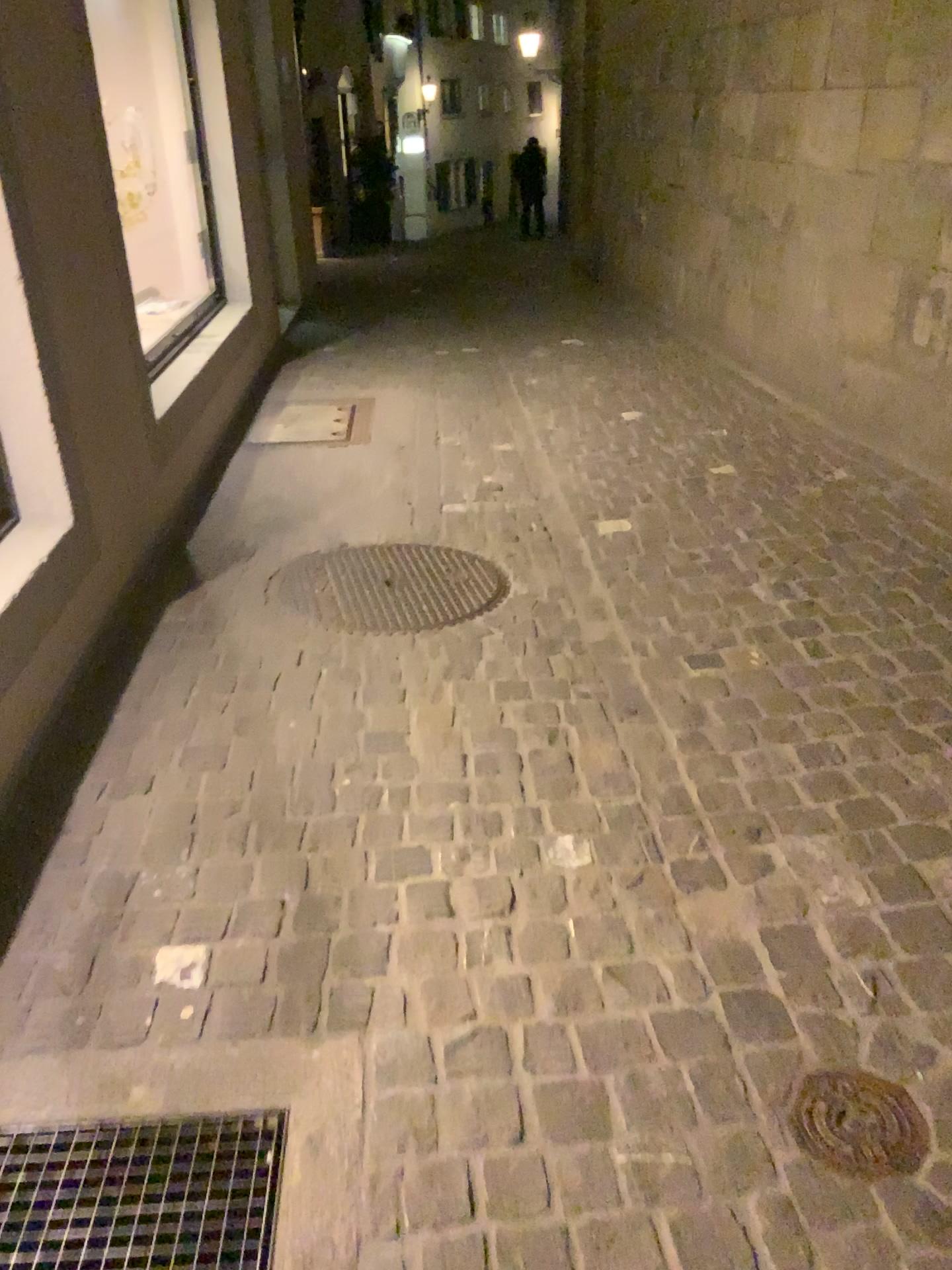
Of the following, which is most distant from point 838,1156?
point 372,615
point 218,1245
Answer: point 372,615

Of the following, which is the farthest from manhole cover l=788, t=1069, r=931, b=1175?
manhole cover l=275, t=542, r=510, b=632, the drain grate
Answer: manhole cover l=275, t=542, r=510, b=632

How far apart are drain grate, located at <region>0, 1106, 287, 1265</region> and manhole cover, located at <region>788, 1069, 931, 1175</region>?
0.74m

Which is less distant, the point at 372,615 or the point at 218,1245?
the point at 218,1245

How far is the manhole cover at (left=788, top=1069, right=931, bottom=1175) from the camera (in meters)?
1.45

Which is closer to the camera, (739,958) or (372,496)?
(739,958)

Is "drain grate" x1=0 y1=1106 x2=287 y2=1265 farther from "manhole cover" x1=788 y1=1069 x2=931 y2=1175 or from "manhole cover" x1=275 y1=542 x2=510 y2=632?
"manhole cover" x1=275 y1=542 x2=510 y2=632

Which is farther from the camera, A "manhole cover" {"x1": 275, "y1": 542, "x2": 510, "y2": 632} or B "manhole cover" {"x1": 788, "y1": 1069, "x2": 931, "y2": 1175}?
A "manhole cover" {"x1": 275, "y1": 542, "x2": 510, "y2": 632}

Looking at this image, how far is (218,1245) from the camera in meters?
1.4
